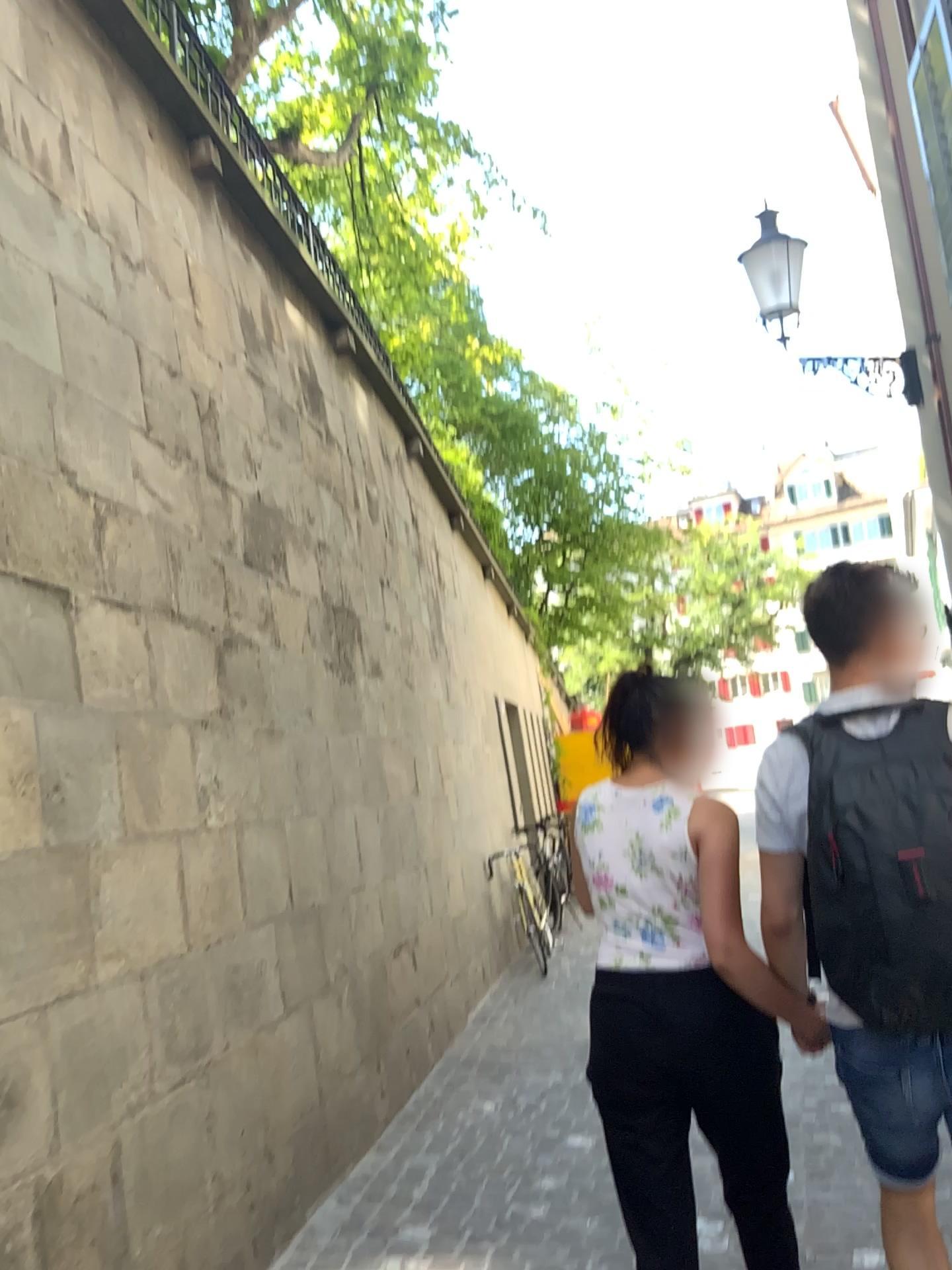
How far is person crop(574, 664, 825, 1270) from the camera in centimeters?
214cm

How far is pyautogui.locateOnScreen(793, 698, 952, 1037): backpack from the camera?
1.7 meters

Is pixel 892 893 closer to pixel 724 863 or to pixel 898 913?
pixel 898 913

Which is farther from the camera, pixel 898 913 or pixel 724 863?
pixel 724 863

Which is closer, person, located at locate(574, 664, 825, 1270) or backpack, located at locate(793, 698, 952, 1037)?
backpack, located at locate(793, 698, 952, 1037)

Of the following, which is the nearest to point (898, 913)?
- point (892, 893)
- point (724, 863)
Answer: point (892, 893)

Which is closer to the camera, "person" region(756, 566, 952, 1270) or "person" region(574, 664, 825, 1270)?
"person" region(756, 566, 952, 1270)

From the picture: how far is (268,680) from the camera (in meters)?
4.20
